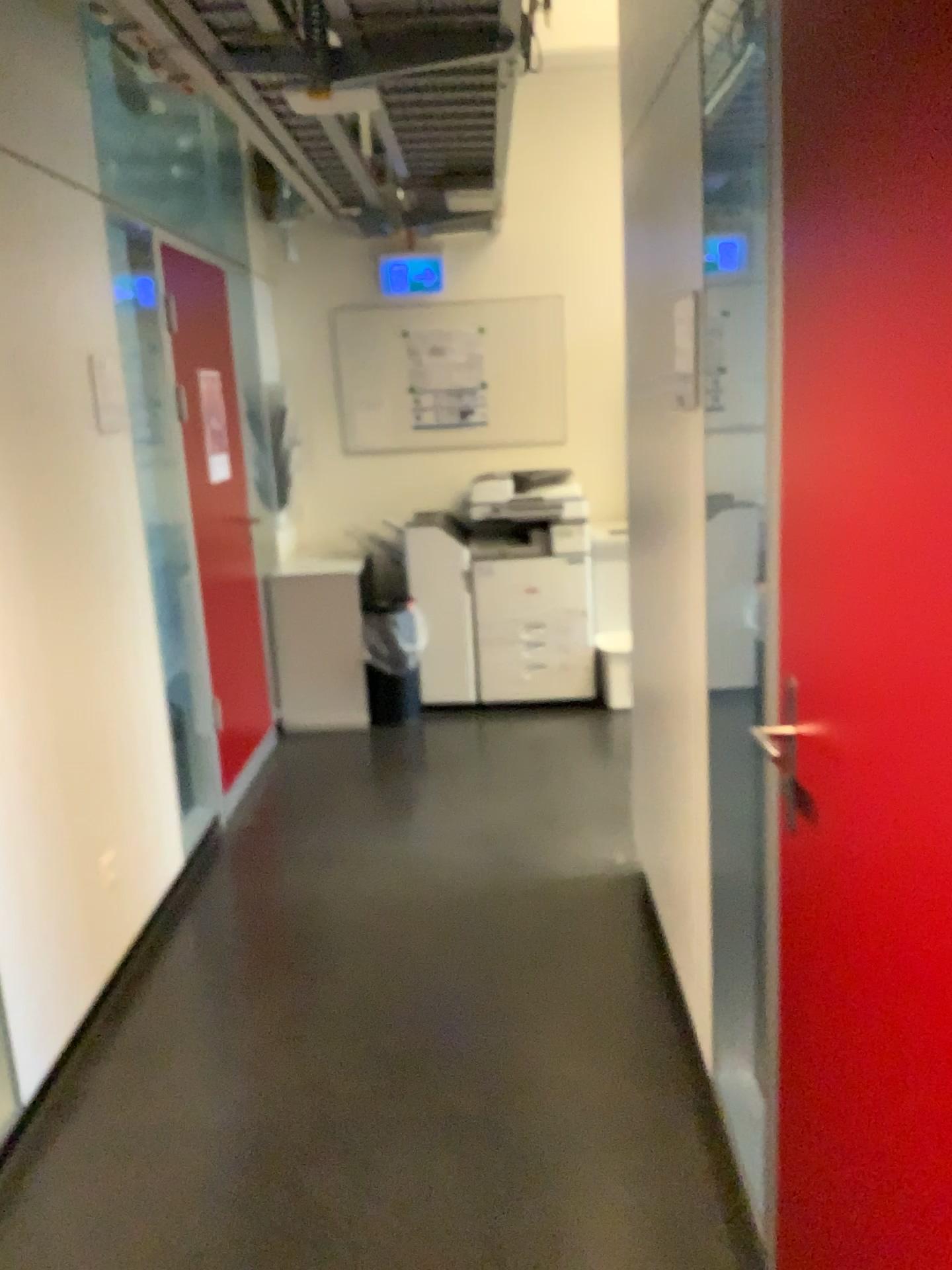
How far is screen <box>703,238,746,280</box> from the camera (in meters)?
1.88

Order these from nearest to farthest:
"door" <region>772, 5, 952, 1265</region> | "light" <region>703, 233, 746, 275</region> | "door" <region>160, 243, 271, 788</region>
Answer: "door" <region>772, 5, 952, 1265</region>
"light" <region>703, 233, 746, 275</region>
"door" <region>160, 243, 271, 788</region>

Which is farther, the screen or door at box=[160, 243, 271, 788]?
door at box=[160, 243, 271, 788]

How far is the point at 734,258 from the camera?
1.9 meters

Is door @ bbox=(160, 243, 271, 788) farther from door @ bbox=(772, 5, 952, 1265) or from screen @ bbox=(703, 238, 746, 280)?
door @ bbox=(772, 5, 952, 1265)

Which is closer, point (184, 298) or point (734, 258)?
point (734, 258)

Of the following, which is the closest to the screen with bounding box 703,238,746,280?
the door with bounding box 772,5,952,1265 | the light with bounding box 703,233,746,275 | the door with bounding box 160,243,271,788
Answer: the light with bounding box 703,233,746,275

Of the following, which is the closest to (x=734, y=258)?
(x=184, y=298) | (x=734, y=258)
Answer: (x=734, y=258)

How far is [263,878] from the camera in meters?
3.5 m

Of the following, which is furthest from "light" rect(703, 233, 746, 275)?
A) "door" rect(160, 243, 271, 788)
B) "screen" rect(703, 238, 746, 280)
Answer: "door" rect(160, 243, 271, 788)
